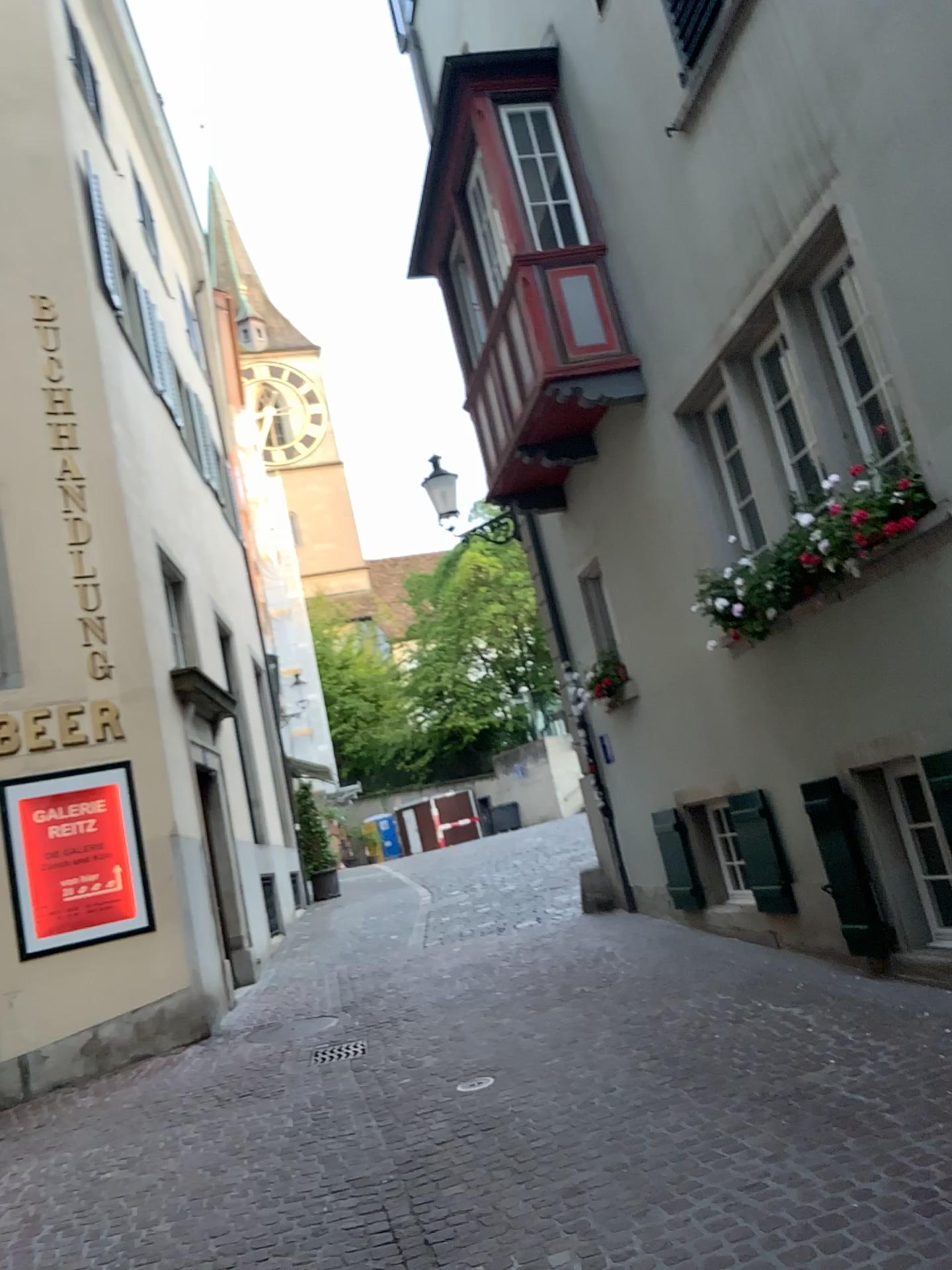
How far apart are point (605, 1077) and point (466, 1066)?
0.9m
